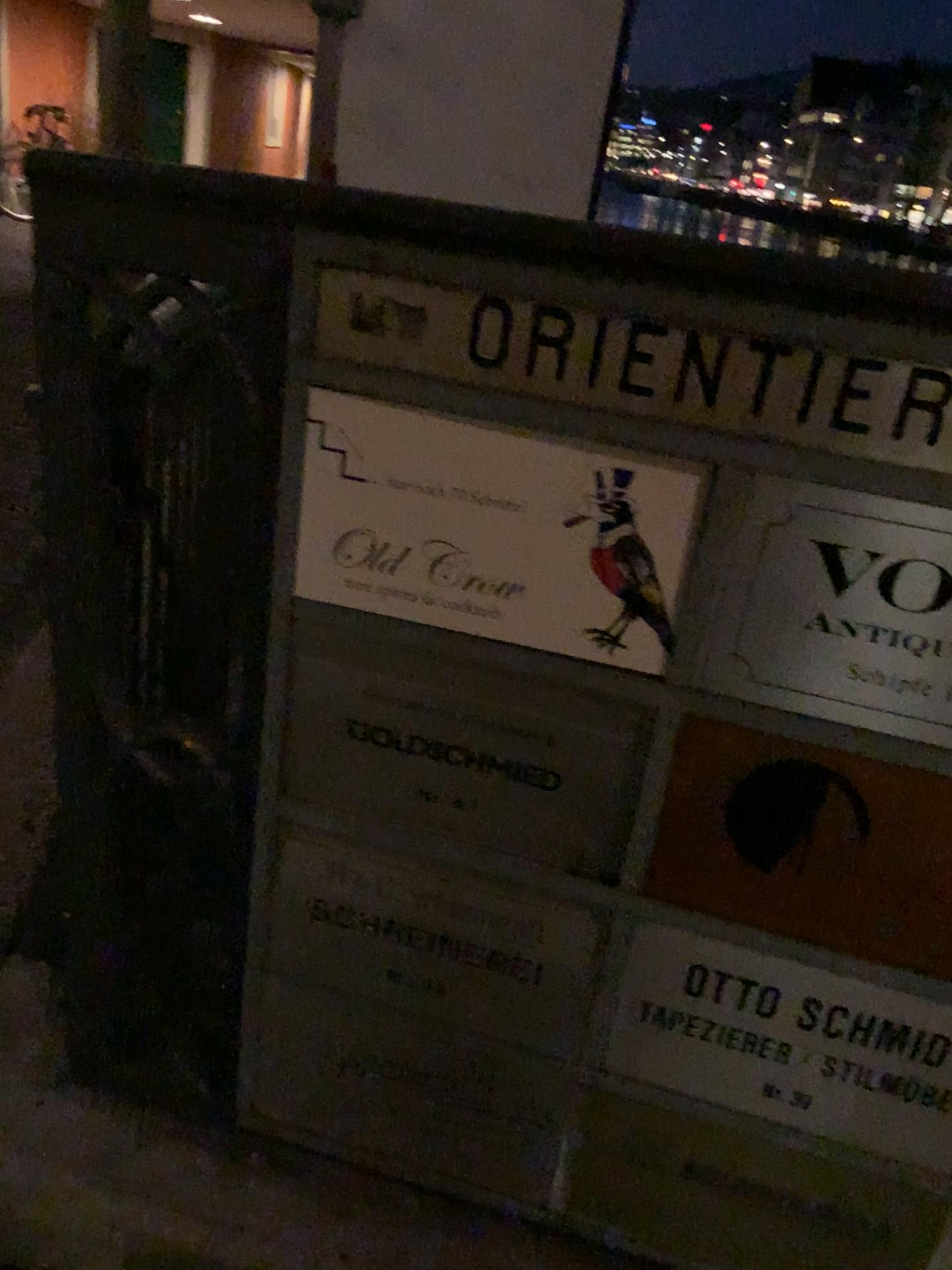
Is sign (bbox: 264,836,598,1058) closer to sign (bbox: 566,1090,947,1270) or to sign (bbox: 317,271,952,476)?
sign (bbox: 566,1090,947,1270)

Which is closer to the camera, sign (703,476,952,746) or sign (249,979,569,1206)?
sign (703,476,952,746)

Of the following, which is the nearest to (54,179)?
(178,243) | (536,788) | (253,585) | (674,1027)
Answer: (178,243)

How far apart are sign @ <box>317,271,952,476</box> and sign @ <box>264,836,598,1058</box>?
0.4m

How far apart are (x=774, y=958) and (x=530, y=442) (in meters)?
0.49

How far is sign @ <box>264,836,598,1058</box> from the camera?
0.97m

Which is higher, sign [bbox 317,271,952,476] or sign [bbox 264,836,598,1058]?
sign [bbox 317,271,952,476]

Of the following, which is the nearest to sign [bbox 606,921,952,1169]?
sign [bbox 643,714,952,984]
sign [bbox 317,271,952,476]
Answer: sign [bbox 643,714,952,984]

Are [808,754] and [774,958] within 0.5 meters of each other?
yes

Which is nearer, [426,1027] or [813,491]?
[813,491]
